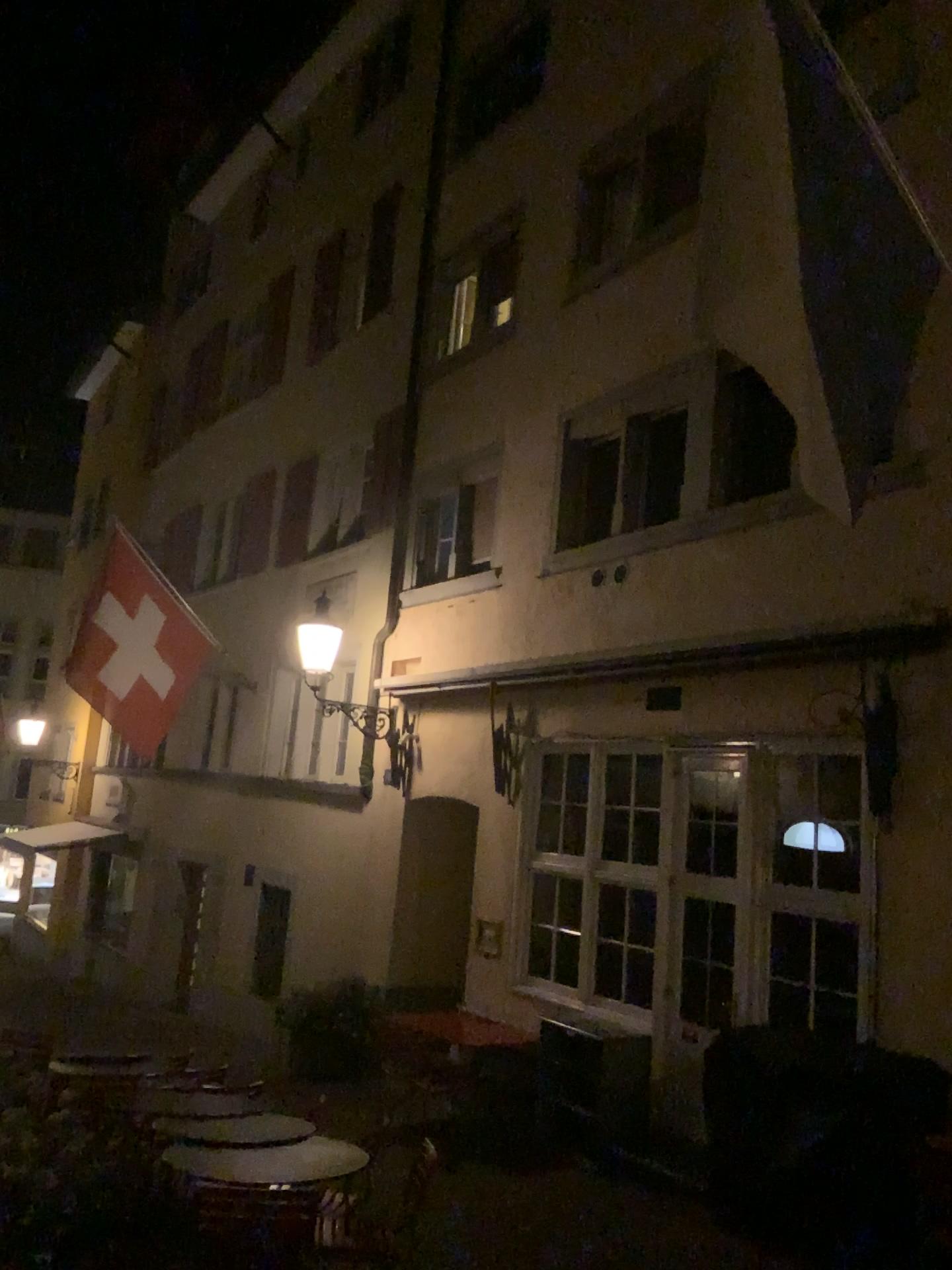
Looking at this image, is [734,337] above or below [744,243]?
below
